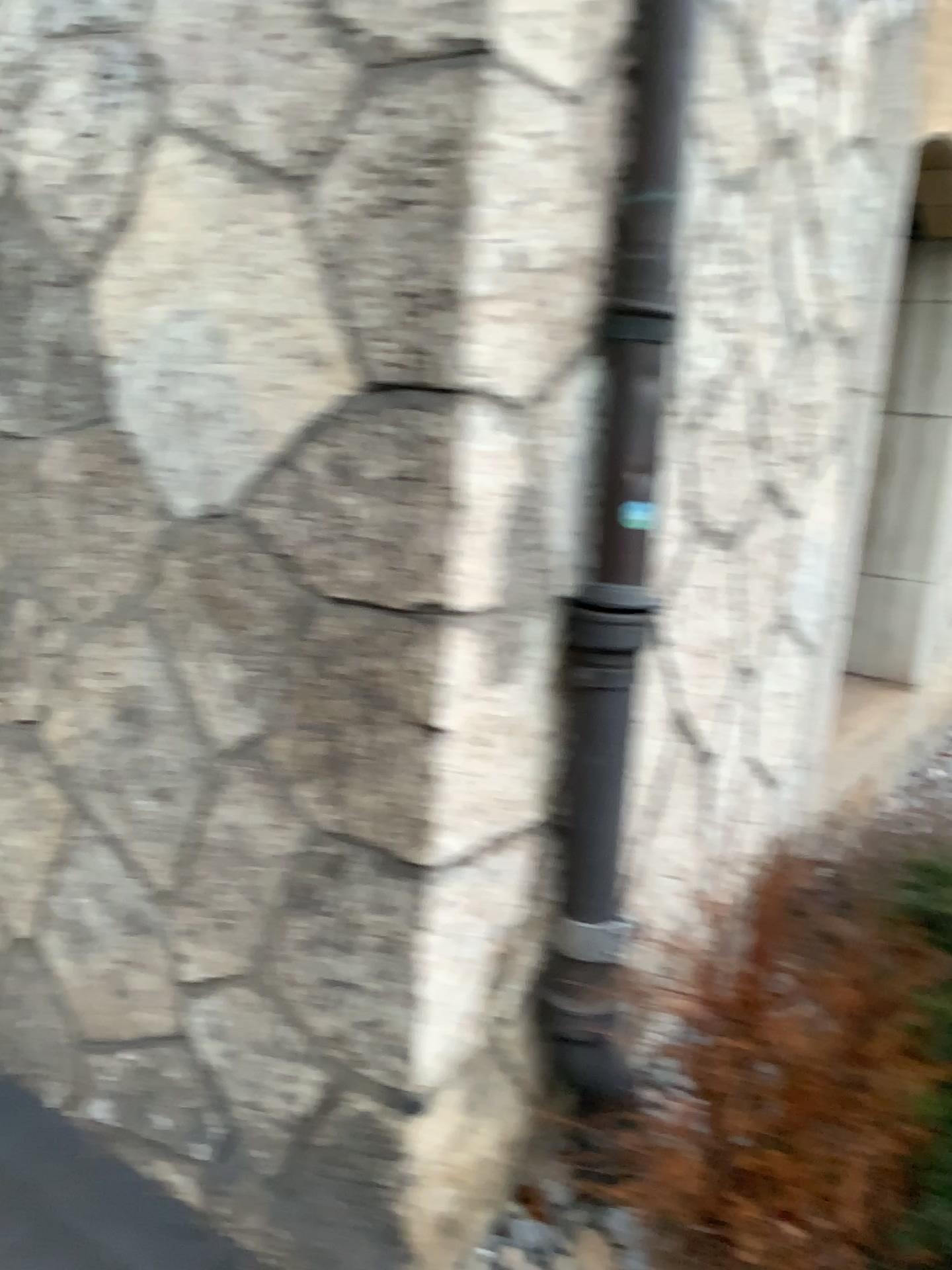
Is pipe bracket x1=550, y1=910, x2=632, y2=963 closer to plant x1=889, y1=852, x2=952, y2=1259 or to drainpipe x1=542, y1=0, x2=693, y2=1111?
drainpipe x1=542, y1=0, x2=693, y2=1111

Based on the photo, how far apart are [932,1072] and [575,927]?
0.6m

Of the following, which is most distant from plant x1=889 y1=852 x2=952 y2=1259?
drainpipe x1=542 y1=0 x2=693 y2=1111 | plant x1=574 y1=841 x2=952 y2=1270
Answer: drainpipe x1=542 y1=0 x2=693 y2=1111

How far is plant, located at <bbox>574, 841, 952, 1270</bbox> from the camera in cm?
169

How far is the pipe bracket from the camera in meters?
1.8

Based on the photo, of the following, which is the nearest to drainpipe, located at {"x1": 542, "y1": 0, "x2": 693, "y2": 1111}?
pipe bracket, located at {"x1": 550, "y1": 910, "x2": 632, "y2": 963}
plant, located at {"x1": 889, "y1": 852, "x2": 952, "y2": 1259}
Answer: pipe bracket, located at {"x1": 550, "y1": 910, "x2": 632, "y2": 963}

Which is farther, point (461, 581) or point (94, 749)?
point (94, 749)

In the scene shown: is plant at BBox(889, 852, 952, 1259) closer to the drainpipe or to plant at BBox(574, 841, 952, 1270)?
plant at BBox(574, 841, 952, 1270)

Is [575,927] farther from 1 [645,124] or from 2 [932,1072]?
1 [645,124]

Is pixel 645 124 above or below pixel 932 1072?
above
